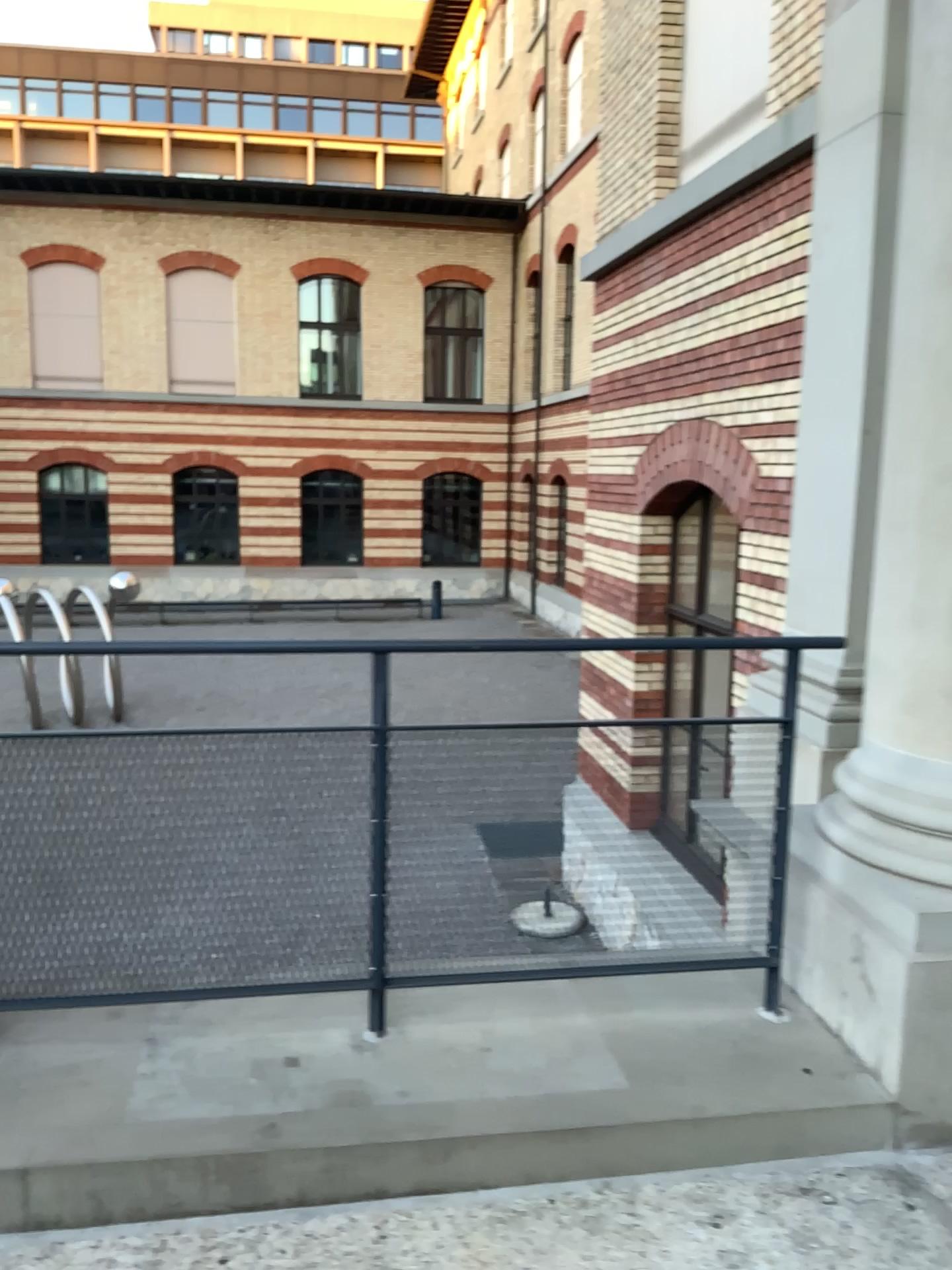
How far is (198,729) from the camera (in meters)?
2.55

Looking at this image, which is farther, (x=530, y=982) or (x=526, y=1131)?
(x=530, y=982)

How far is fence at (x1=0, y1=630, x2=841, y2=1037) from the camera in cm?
255
